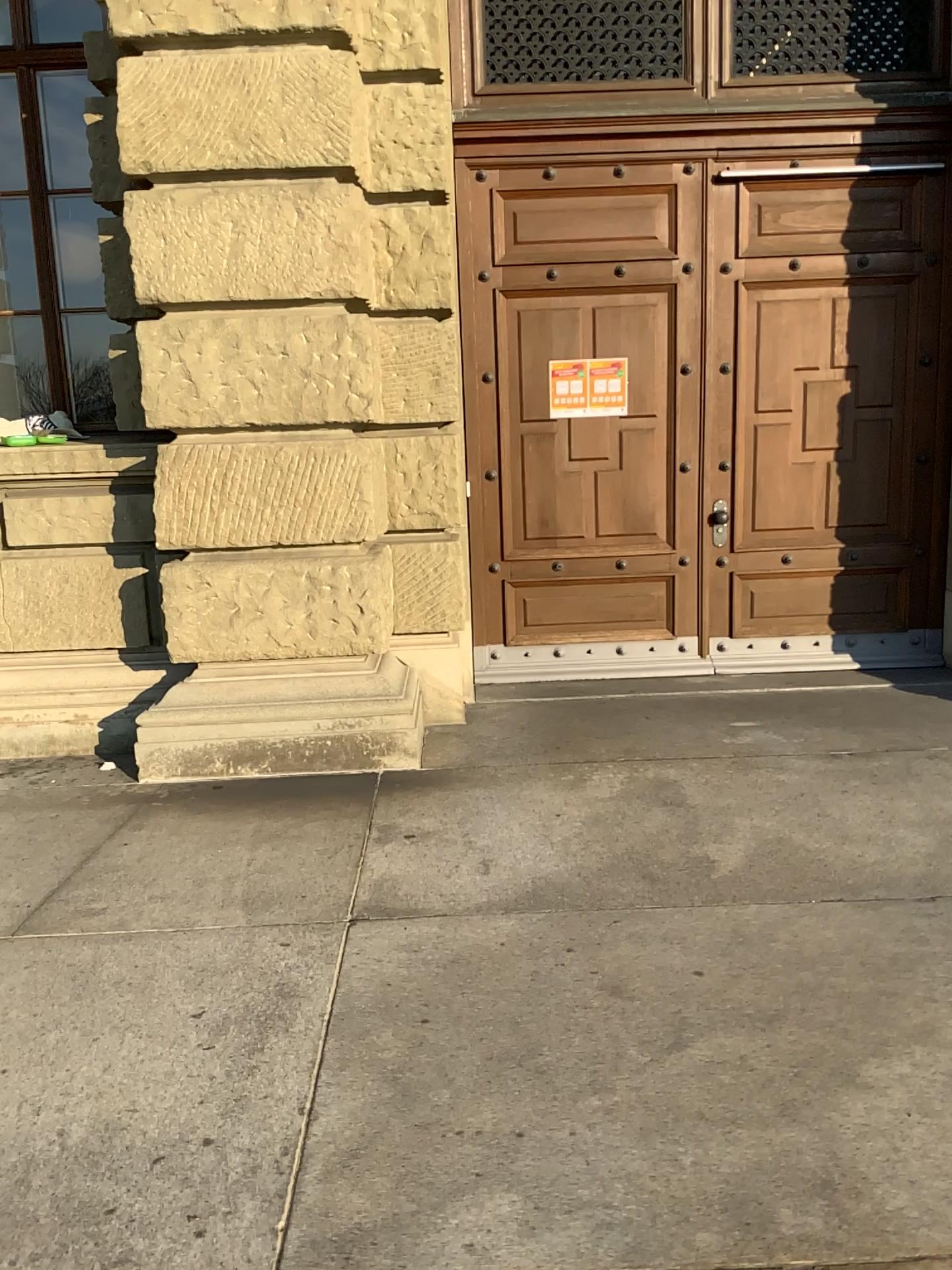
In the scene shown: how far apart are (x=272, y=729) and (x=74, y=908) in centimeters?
120cm
